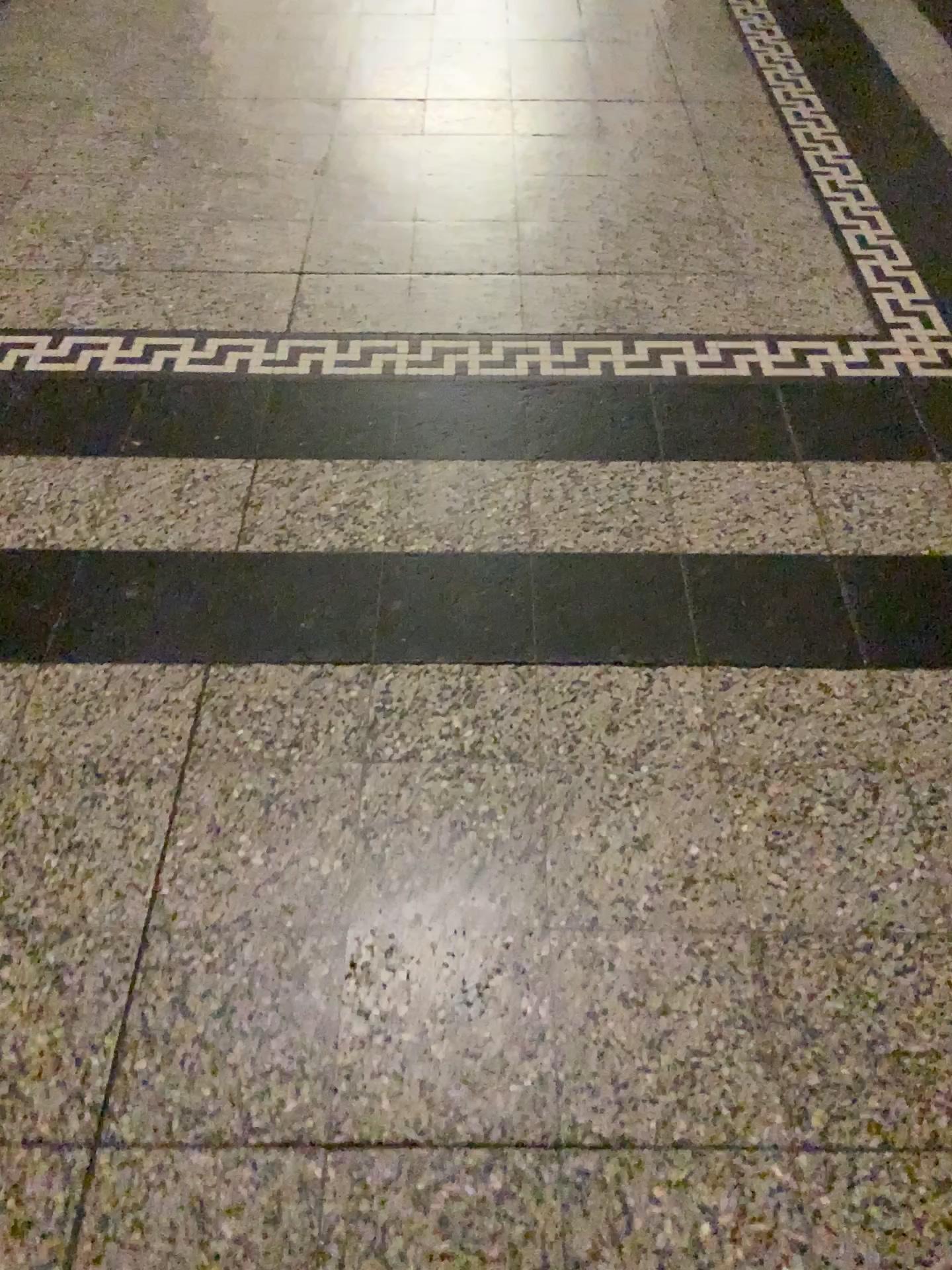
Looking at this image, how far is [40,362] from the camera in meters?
1.7 m

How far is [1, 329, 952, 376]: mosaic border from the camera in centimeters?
174cm

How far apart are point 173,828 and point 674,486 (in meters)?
0.84

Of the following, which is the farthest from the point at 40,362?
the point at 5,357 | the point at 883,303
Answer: the point at 883,303

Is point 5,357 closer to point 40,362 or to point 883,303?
point 40,362
